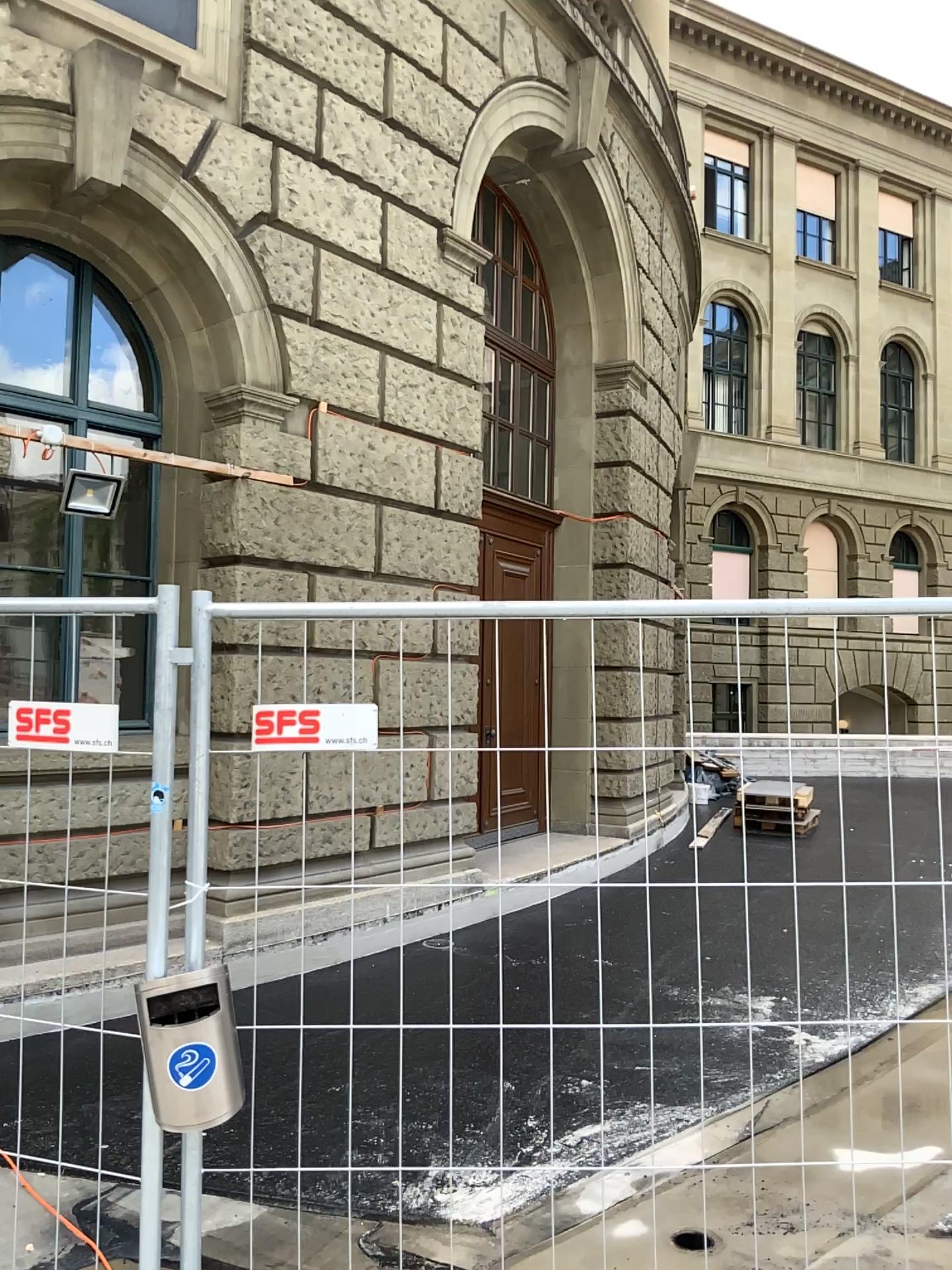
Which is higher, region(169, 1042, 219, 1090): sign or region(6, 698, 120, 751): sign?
region(6, 698, 120, 751): sign

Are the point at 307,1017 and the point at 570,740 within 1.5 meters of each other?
yes

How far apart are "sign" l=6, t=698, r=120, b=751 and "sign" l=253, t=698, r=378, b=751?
0.30m

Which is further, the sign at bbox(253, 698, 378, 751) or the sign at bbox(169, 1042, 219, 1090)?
the sign at bbox(253, 698, 378, 751)

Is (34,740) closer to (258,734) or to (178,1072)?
(258,734)

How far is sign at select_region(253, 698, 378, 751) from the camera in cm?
230

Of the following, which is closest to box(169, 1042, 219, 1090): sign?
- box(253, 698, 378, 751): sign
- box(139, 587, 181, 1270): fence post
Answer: box(139, 587, 181, 1270): fence post

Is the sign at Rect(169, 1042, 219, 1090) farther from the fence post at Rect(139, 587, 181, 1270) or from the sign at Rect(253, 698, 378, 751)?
the sign at Rect(253, 698, 378, 751)

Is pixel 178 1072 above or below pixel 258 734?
below

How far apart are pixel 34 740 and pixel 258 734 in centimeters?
46cm
